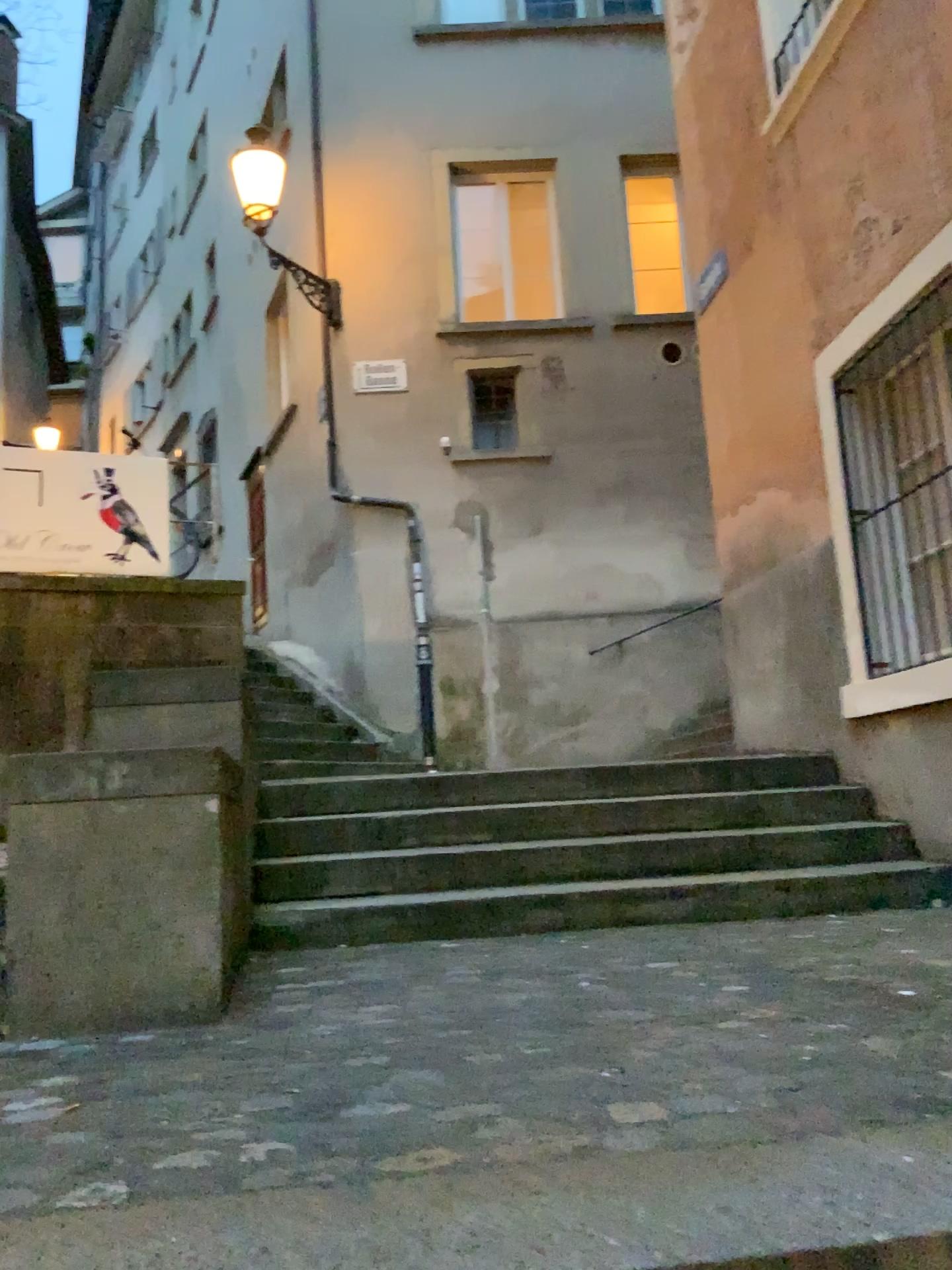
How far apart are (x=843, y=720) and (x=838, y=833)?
0.65m
